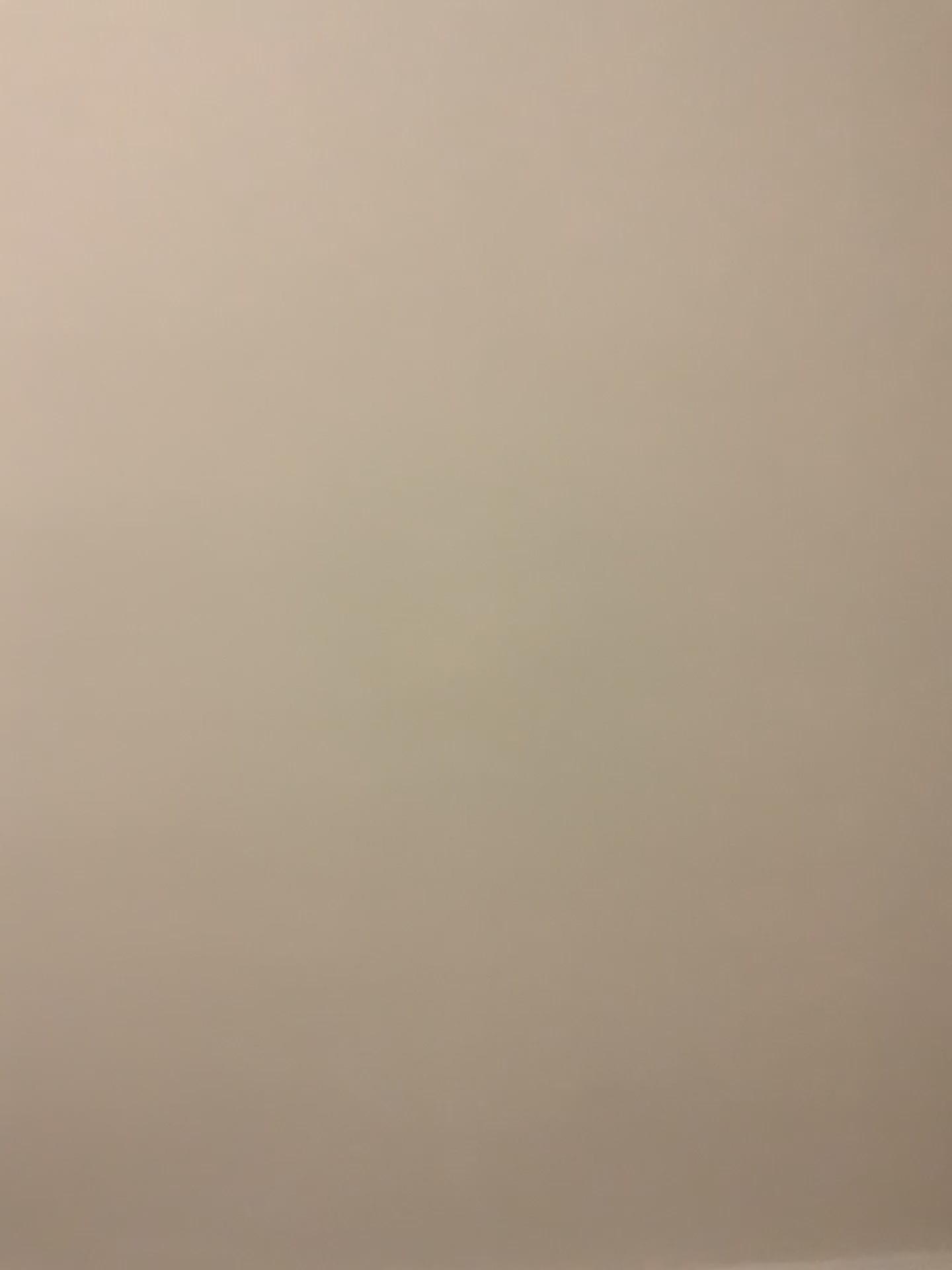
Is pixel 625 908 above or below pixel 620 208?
below
